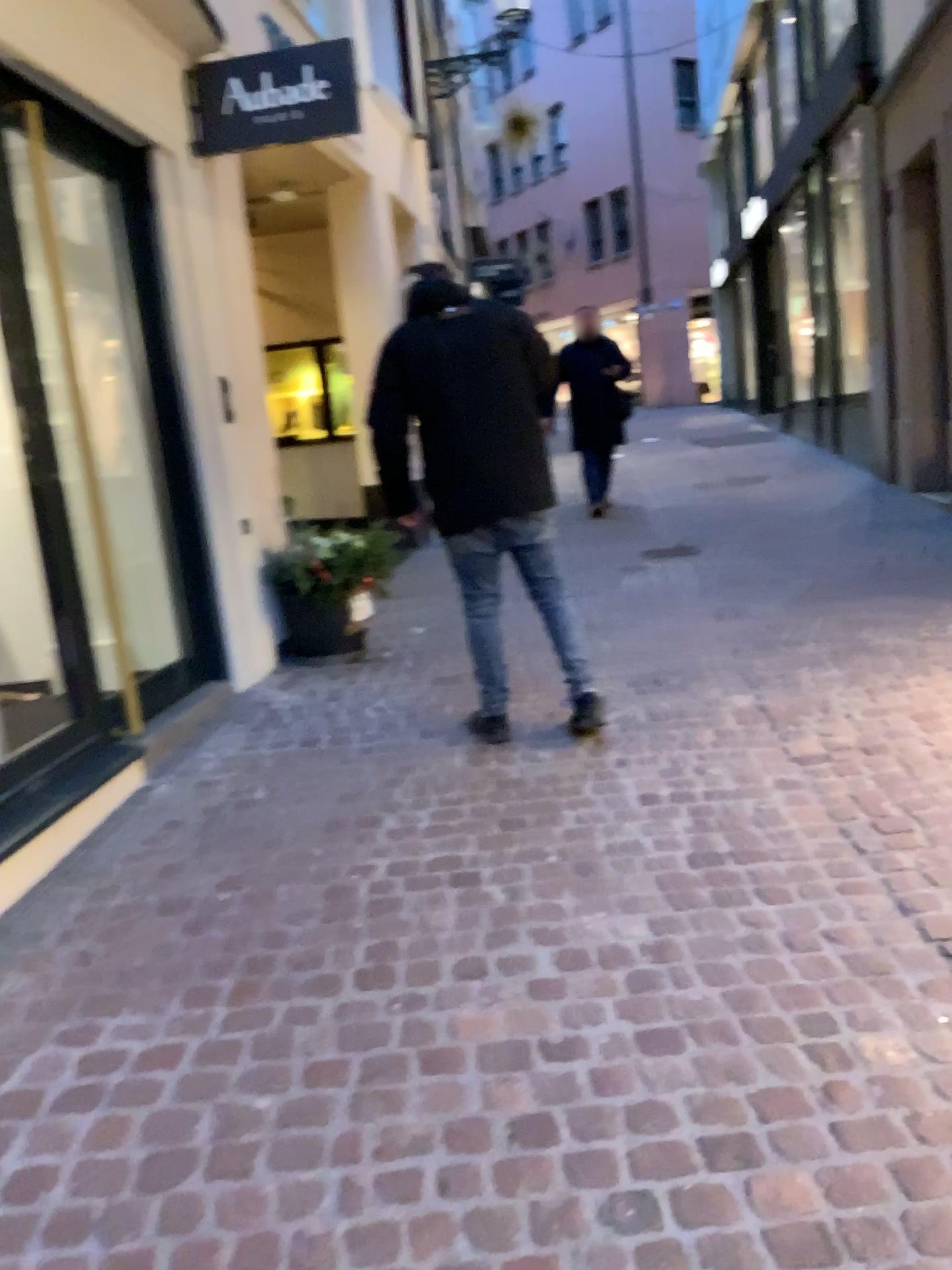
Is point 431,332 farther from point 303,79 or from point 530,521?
point 303,79

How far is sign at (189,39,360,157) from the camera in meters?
4.5

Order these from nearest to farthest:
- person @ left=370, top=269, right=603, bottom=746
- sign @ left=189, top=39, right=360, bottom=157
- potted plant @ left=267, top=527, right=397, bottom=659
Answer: person @ left=370, top=269, right=603, bottom=746
sign @ left=189, top=39, right=360, bottom=157
potted plant @ left=267, top=527, right=397, bottom=659

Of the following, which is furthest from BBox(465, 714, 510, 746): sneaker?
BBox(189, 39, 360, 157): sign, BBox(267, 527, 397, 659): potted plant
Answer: BBox(189, 39, 360, 157): sign

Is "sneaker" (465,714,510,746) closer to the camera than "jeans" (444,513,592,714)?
No

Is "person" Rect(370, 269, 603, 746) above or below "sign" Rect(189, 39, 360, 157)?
below

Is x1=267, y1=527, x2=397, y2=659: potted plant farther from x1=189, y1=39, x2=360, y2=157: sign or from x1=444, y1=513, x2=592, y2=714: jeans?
x1=189, y1=39, x2=360, y2=157: sign

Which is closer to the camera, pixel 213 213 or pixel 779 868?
pixel 779 868

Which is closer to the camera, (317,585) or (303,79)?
(303,79)

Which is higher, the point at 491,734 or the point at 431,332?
the point at 431,332
